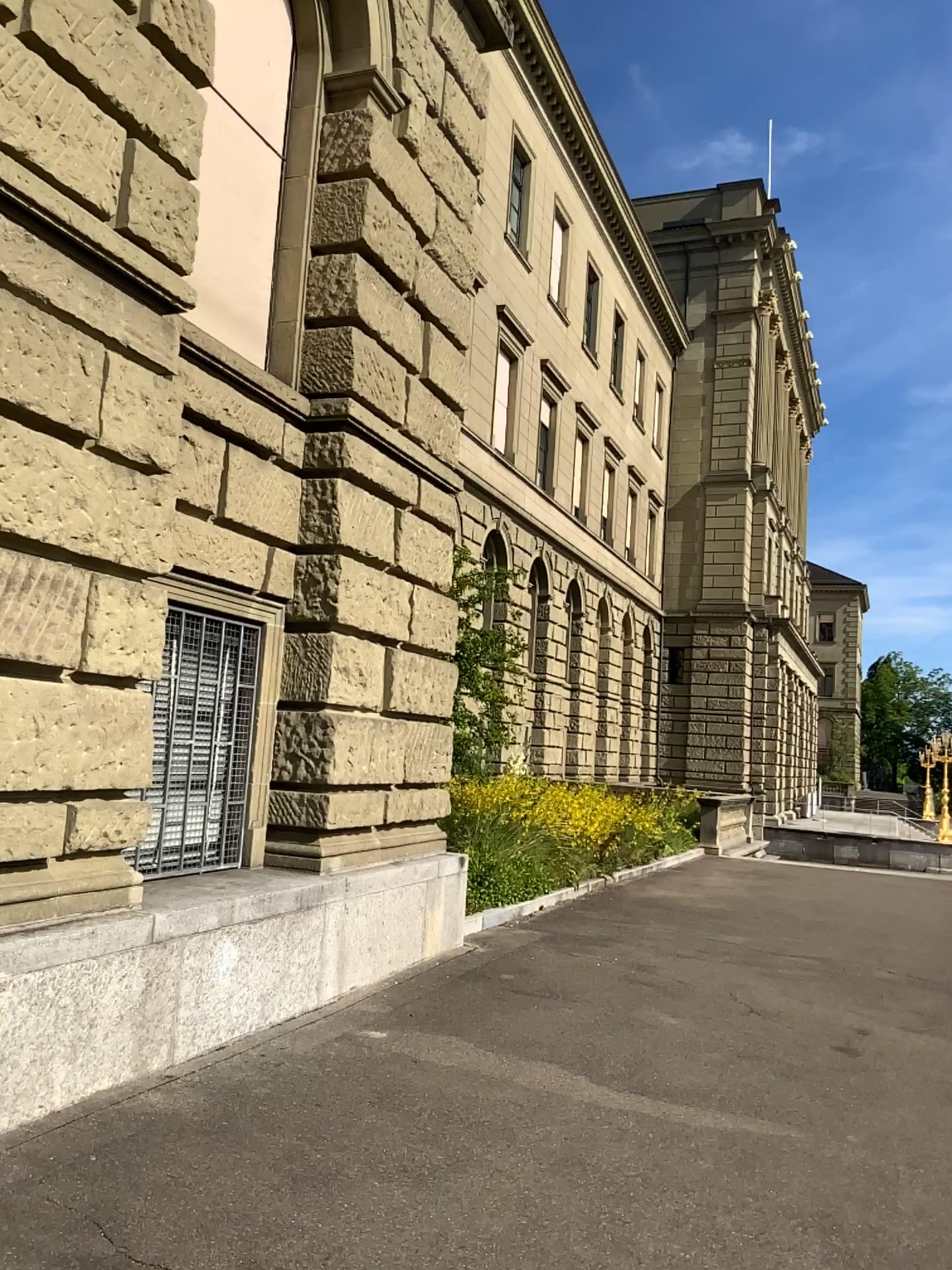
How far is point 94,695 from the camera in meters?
4.7
